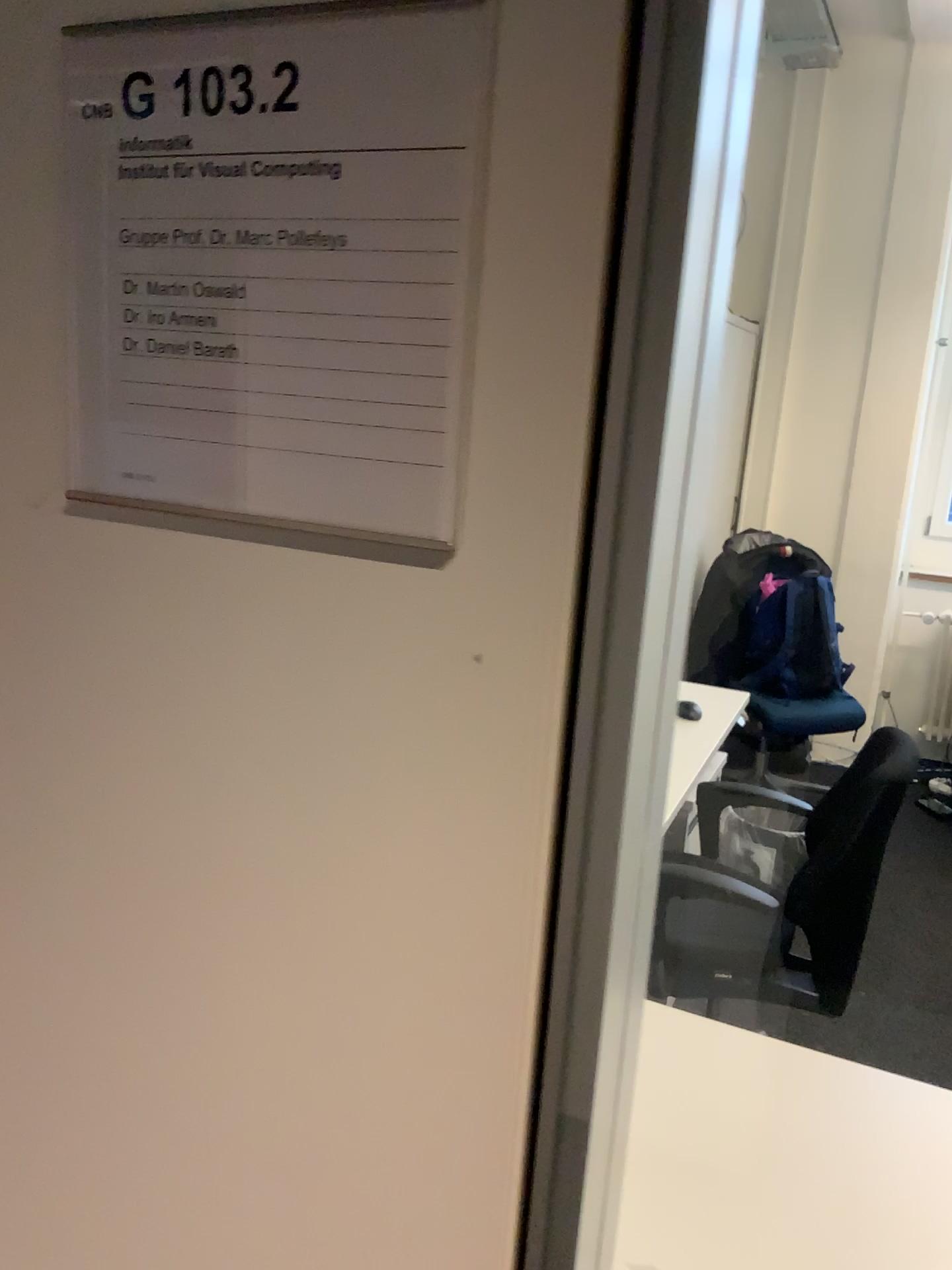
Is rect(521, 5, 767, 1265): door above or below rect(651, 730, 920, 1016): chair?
above

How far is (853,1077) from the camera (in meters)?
1.35

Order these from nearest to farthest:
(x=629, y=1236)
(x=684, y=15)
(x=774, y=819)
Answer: (x=684, y=15), (x=629, y=1236), (x=774, y=819)

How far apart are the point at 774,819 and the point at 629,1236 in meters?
0.9

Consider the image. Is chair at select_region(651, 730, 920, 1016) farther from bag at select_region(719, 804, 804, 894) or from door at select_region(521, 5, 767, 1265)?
door at select_region(521, 5, 767, 1265)

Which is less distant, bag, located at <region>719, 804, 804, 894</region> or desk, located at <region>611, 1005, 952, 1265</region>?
desk, located at <region>611, 1005, 952, 1265</region>

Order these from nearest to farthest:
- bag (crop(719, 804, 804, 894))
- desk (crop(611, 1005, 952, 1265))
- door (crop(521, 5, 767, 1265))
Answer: door (crop(521, 5, 767, 1265)) < desk (crop(611, 1005, 952, 1265)) < bag (crop(719, 804, 804, 894))

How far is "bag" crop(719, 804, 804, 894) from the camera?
1.9m

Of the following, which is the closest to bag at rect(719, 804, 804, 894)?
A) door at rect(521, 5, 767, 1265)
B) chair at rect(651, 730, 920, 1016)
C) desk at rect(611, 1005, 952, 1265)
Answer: chair at rect(651, 730, 920, 1016)

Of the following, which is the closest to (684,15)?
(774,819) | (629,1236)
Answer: (629,1236)
